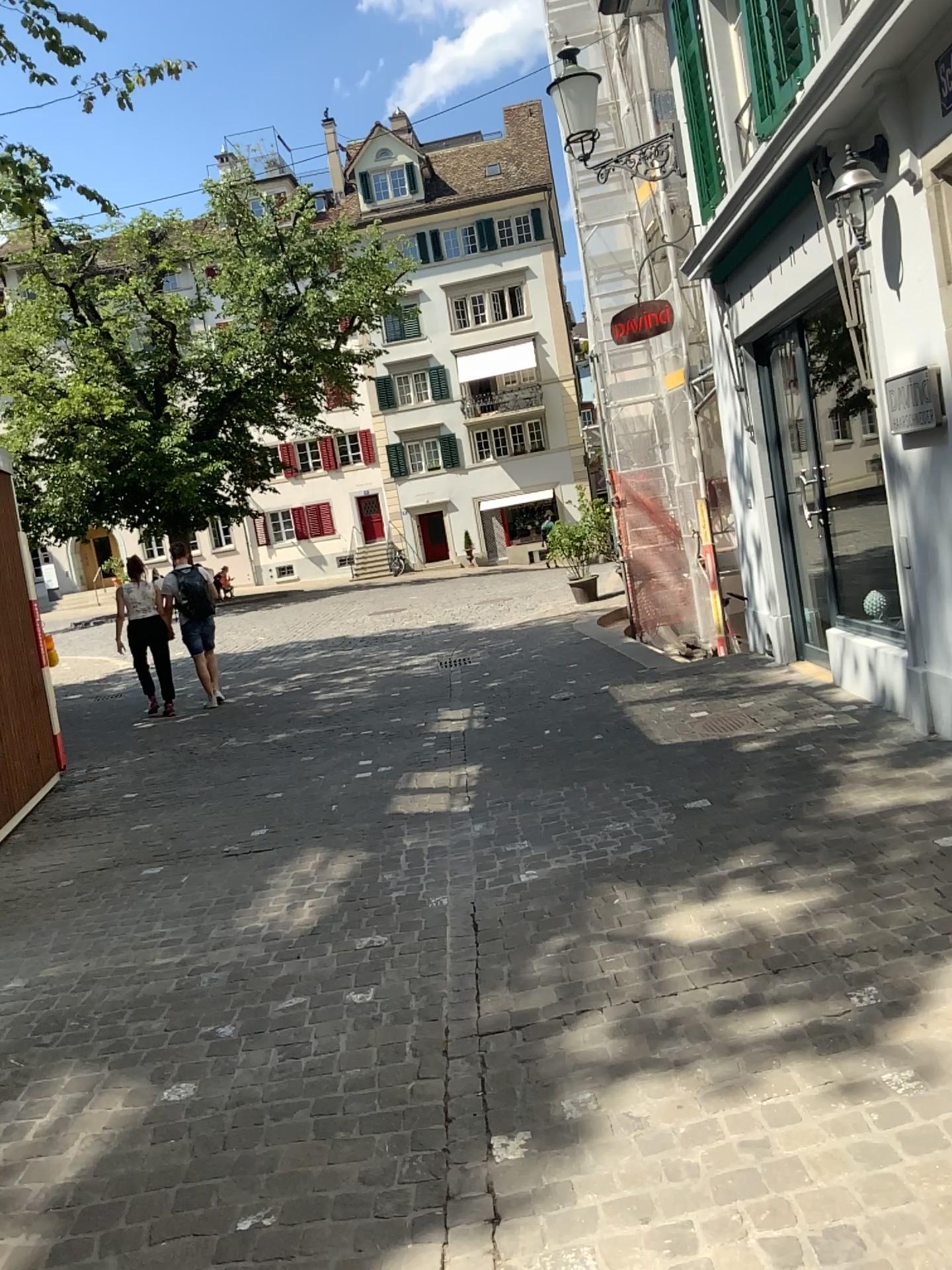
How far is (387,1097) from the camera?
2.8m
